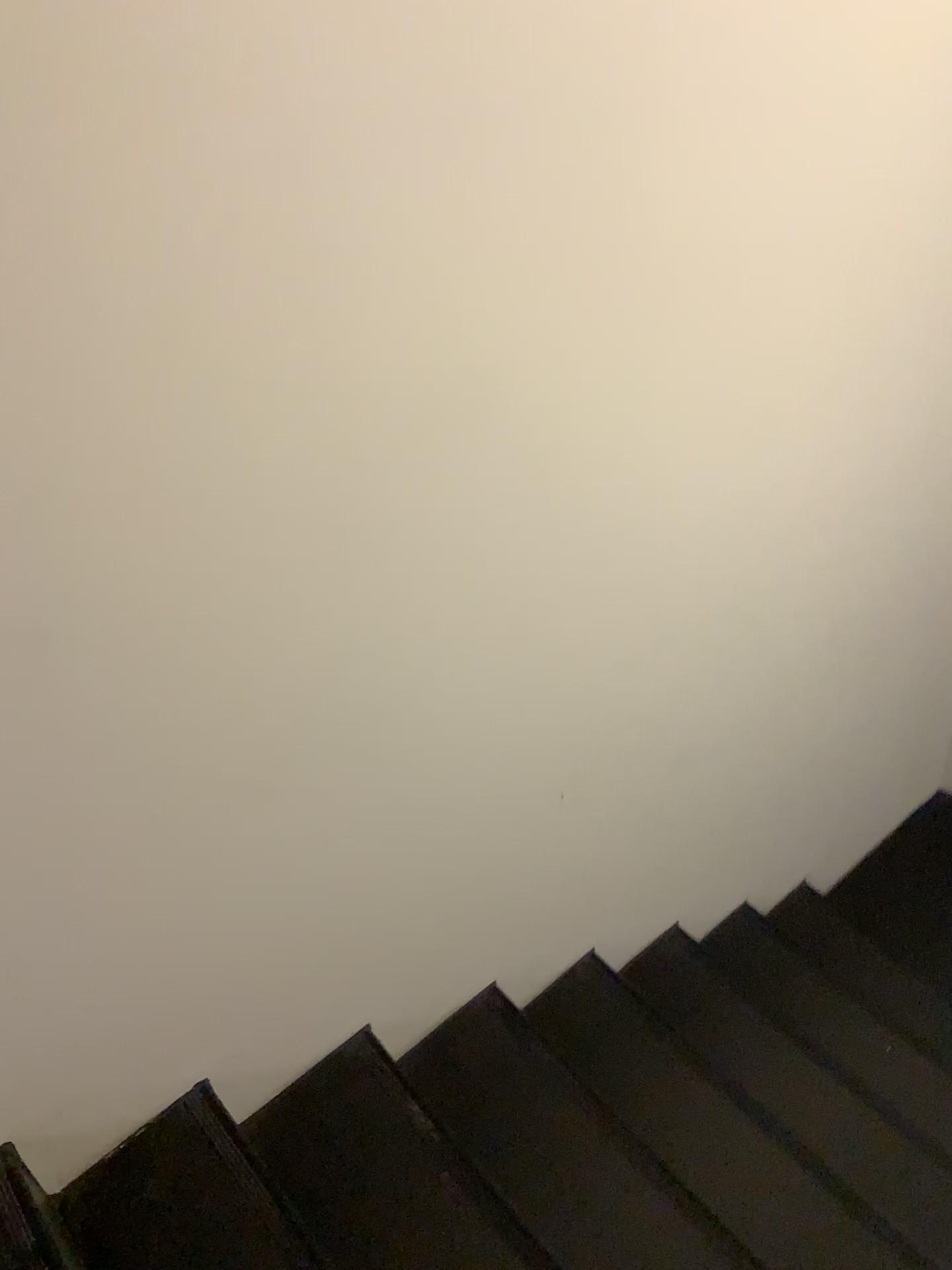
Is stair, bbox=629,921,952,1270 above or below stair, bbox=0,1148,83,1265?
below

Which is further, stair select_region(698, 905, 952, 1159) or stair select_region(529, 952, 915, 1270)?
stair select_region(698, 905, 952, 1159)

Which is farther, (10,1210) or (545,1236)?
(545,1236)

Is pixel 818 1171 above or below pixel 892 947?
above

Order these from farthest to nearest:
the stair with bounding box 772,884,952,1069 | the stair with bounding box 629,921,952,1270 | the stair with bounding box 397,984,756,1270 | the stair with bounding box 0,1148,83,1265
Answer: the stair with bounding box 772,884,952,1069
the stair with bounding box 629,921,952,1270
the stair with bounding box 397,984,756,1270
the stair with bounding box 0,1148,83,1265

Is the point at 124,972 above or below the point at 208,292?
below

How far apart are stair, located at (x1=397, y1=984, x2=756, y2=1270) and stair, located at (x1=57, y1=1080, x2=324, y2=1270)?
A: 0.36m

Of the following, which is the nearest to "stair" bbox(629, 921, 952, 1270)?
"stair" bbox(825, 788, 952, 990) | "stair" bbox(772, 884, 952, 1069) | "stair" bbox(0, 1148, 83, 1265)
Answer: "stair" bbox(772, 884, 952, 1069)

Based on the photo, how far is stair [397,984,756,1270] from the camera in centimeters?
170cm

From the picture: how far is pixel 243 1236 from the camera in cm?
148
